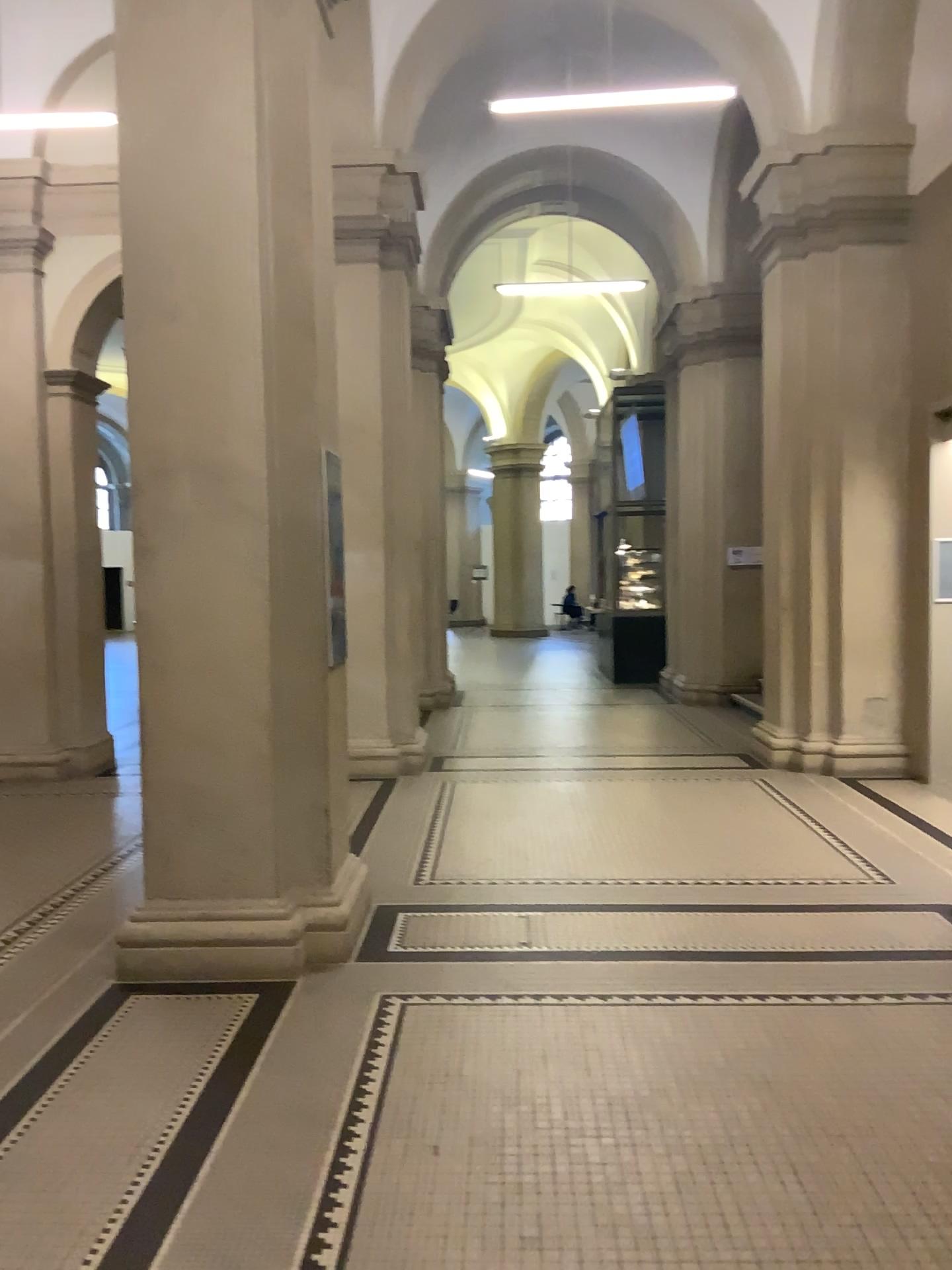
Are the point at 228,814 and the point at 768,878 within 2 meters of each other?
no

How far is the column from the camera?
4.05m

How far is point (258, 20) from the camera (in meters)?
4.05
